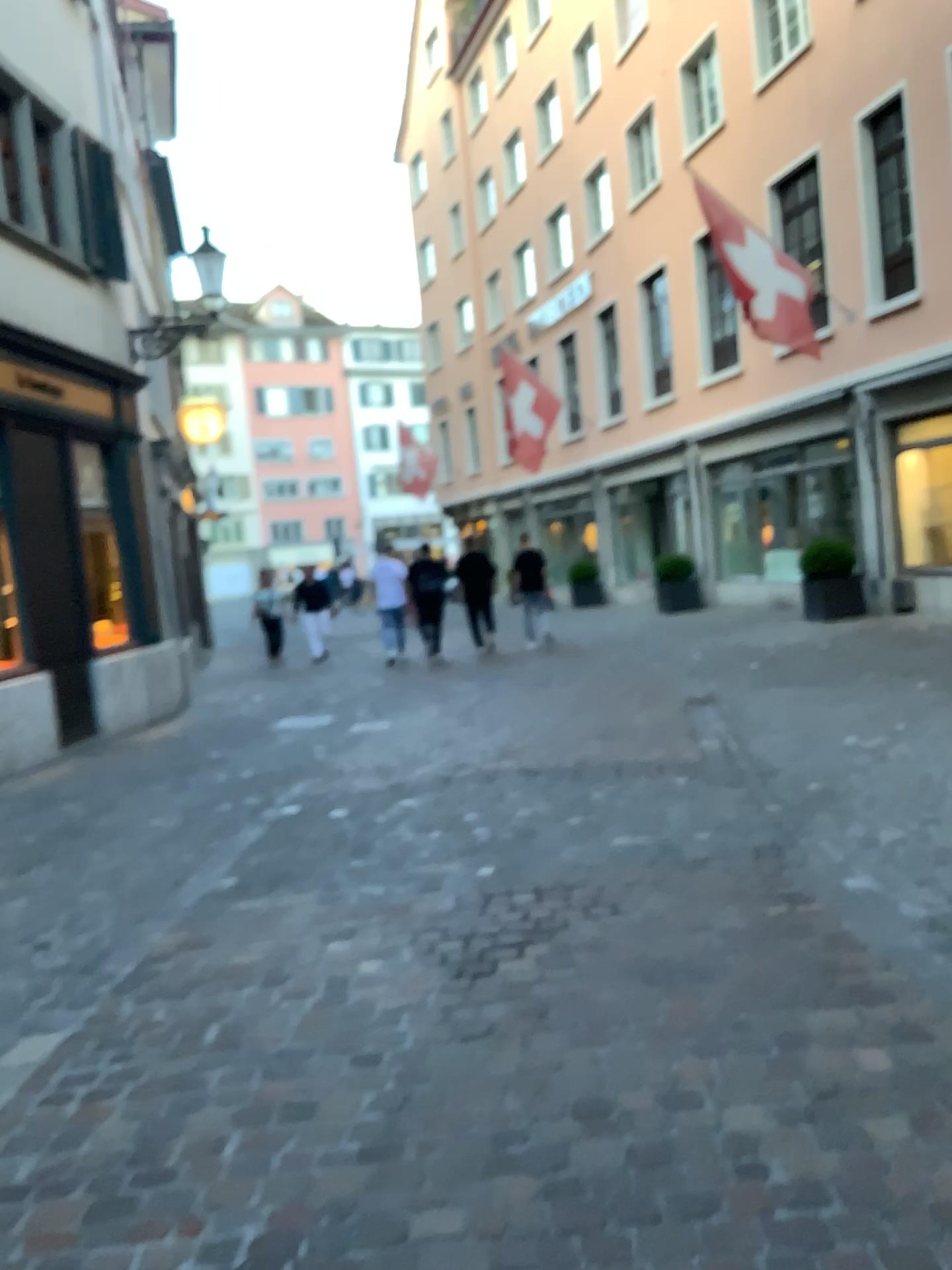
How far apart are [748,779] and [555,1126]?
3.2 meters
